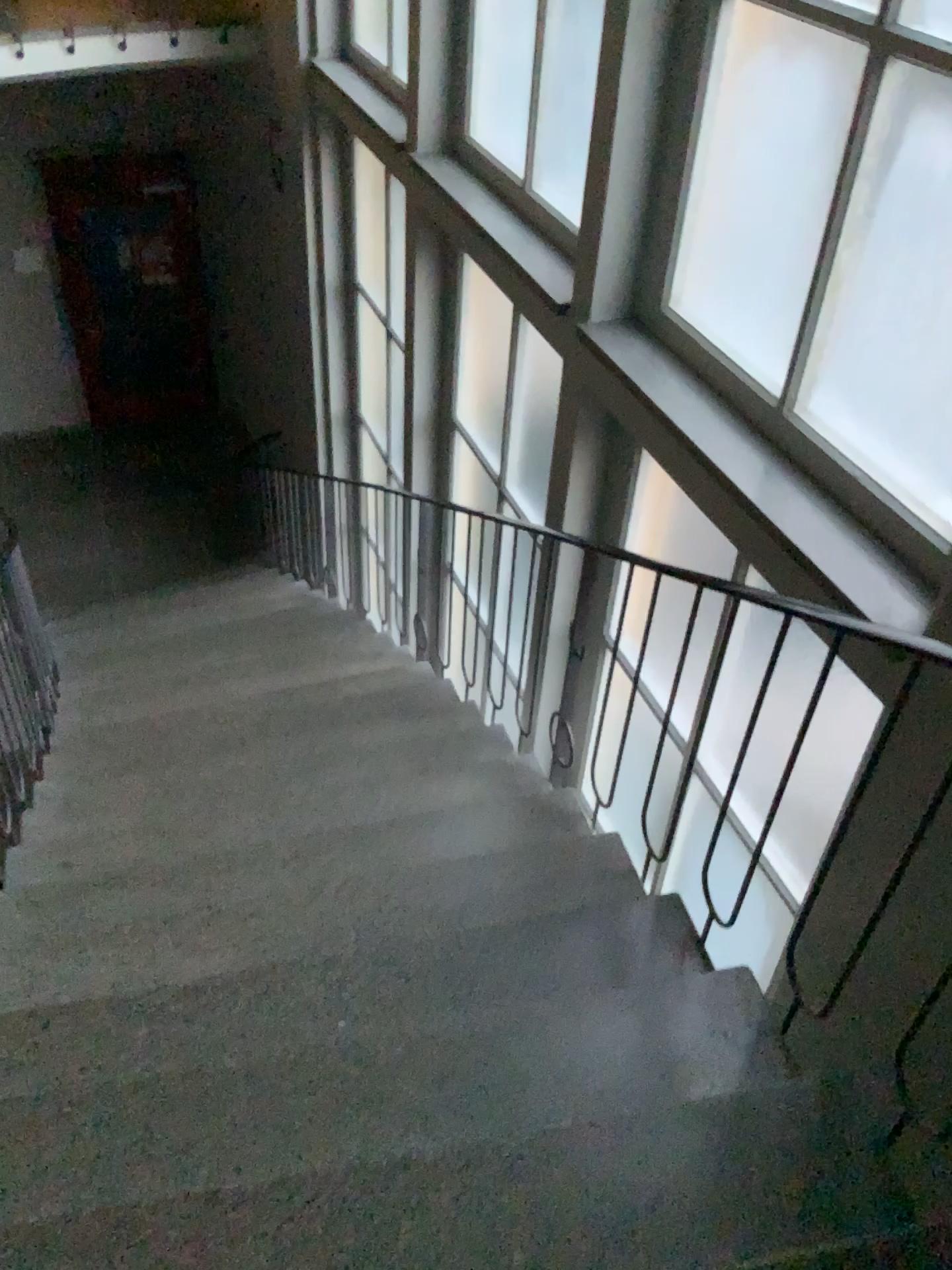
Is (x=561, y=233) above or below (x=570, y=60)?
below

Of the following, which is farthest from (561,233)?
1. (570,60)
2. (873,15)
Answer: (873,15)

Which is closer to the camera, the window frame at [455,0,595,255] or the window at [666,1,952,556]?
the window at [666,1,952,556]

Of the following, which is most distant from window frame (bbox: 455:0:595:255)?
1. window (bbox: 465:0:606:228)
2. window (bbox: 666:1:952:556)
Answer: window (bbox: 666:1:952:556)

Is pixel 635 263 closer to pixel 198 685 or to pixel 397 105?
pixel 397 105

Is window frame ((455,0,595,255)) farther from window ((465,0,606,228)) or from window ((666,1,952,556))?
window ((666,1,952,556))

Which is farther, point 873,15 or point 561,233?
point 561,233

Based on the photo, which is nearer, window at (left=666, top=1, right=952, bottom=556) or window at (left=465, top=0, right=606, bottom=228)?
window at (left=666, top=1, right=952, bottom=556)
